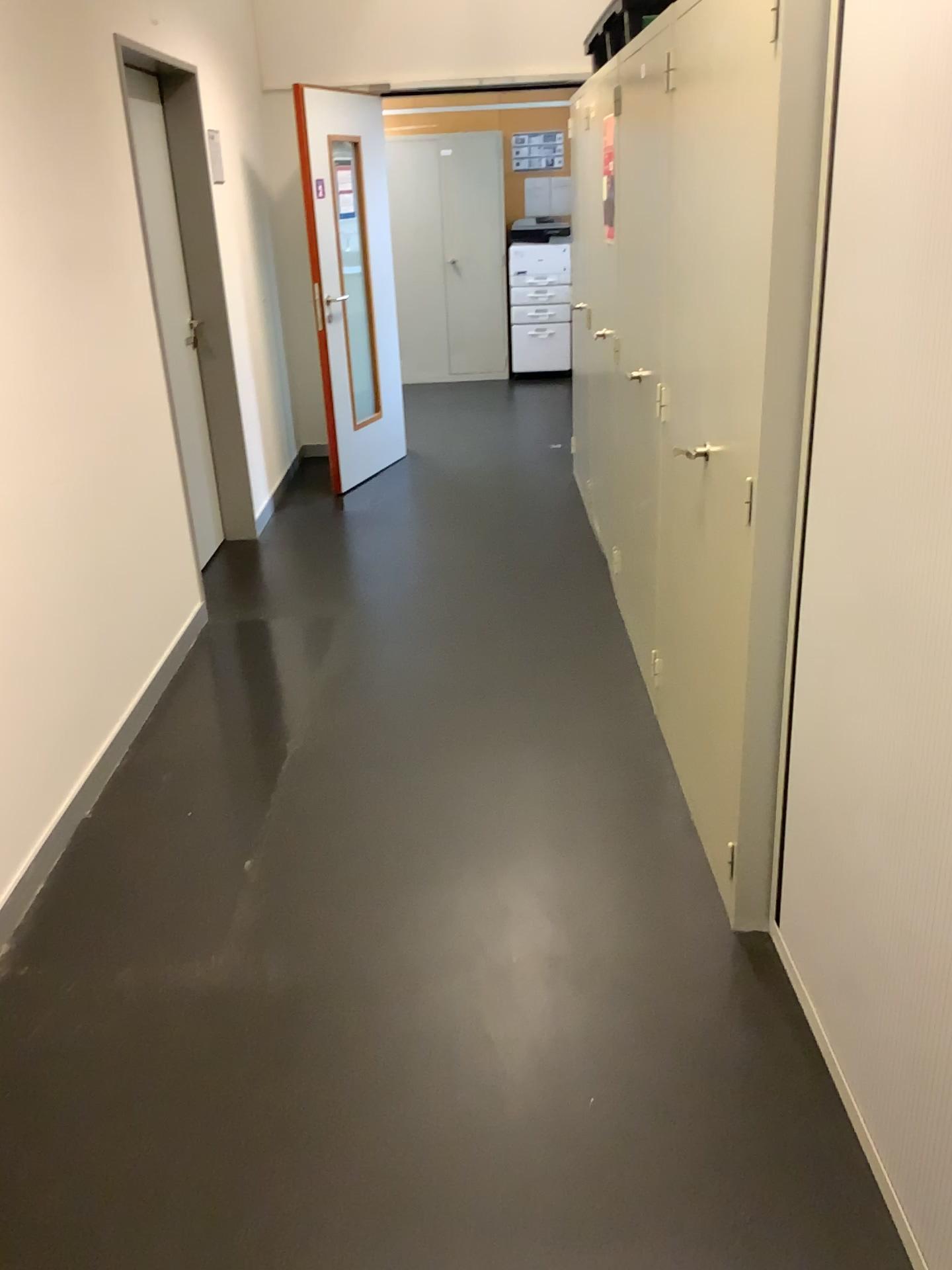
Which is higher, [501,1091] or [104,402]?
[104,402]

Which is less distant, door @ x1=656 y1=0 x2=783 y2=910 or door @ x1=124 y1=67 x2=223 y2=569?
door @ x1=656 y1=0 x2=783 y2=910

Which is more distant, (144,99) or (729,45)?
(144,99)
